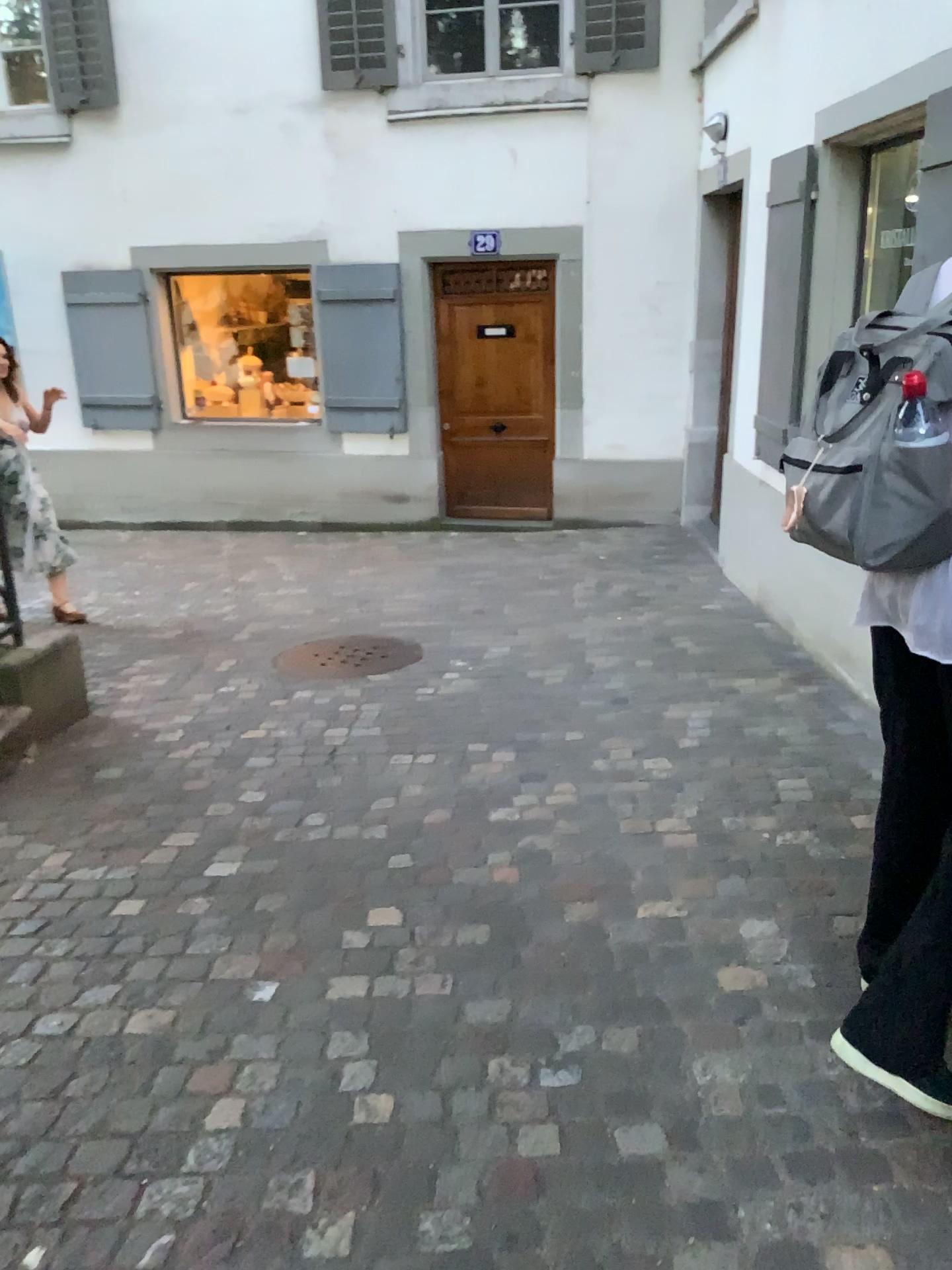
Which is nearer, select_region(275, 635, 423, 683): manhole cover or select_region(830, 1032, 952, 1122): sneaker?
select_region(830, 1032, 952, 1122): sneaker

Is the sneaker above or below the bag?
below

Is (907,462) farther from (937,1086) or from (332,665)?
(332,665)

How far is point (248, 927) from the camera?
2.70m

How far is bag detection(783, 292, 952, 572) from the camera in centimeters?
159cm

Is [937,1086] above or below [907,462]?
below

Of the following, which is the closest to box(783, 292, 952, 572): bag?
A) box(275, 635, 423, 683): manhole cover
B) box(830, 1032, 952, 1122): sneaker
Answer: box(830, 1032, 952, 1122): sneaker

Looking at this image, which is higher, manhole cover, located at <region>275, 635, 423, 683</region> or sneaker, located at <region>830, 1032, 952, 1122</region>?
sneaker, located at <region>830, 1032, 952, 1122</region>

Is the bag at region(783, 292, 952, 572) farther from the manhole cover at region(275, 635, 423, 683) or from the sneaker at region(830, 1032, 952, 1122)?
the manhole cover at region(275, 635, 423, 683)

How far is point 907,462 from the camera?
1.59m
